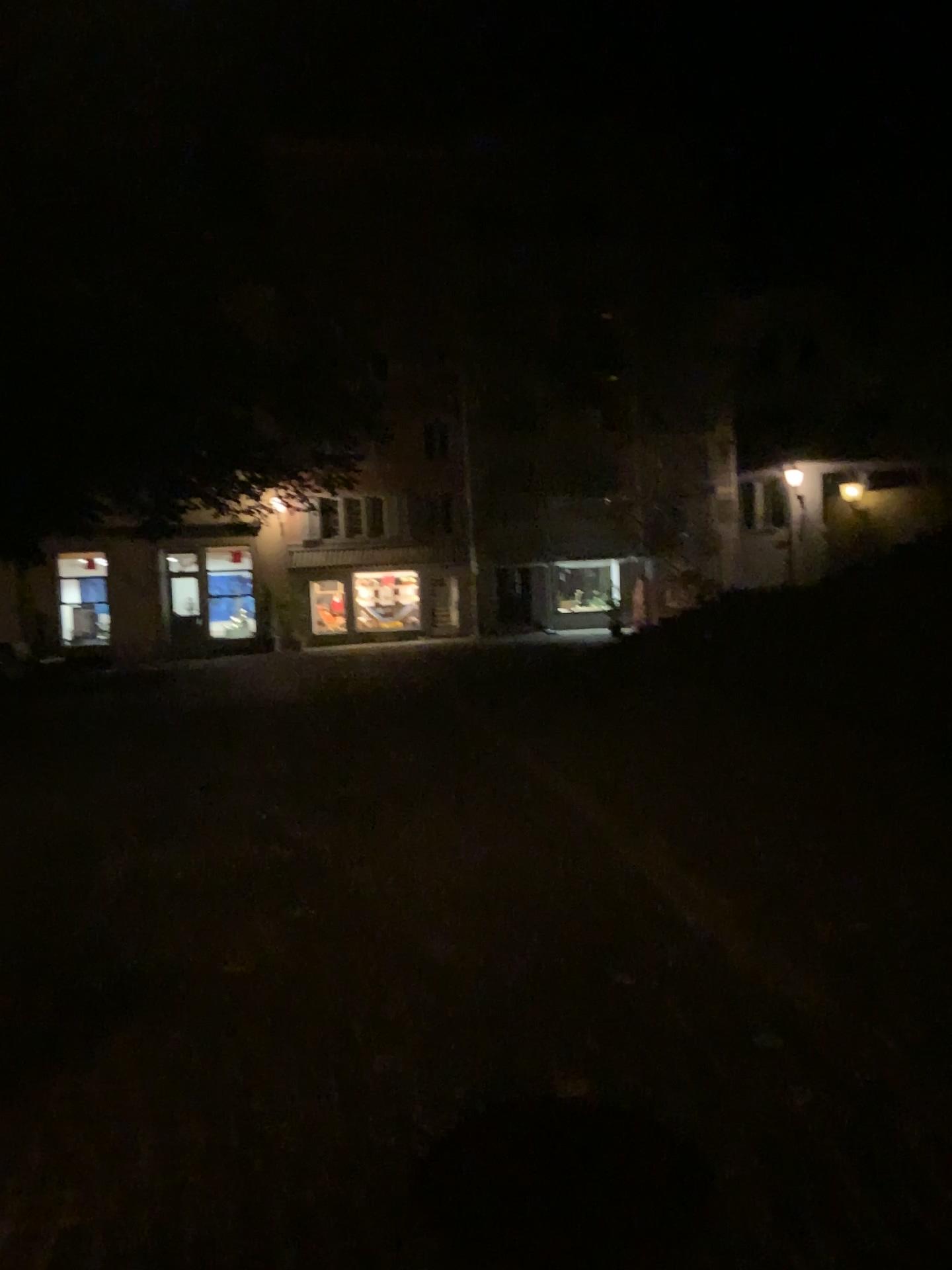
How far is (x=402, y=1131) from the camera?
2.7m
